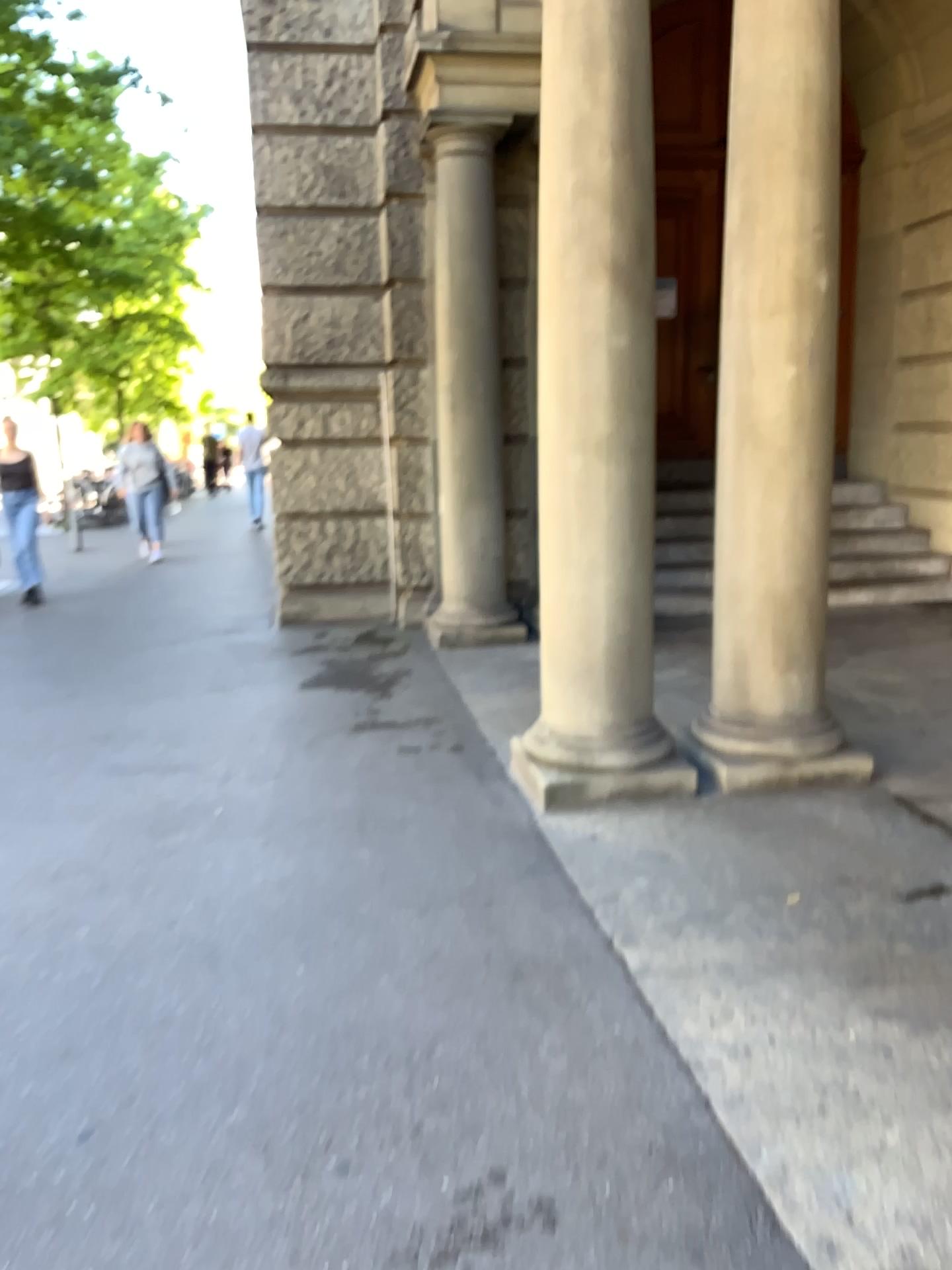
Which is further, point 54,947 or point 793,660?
point 793,660
